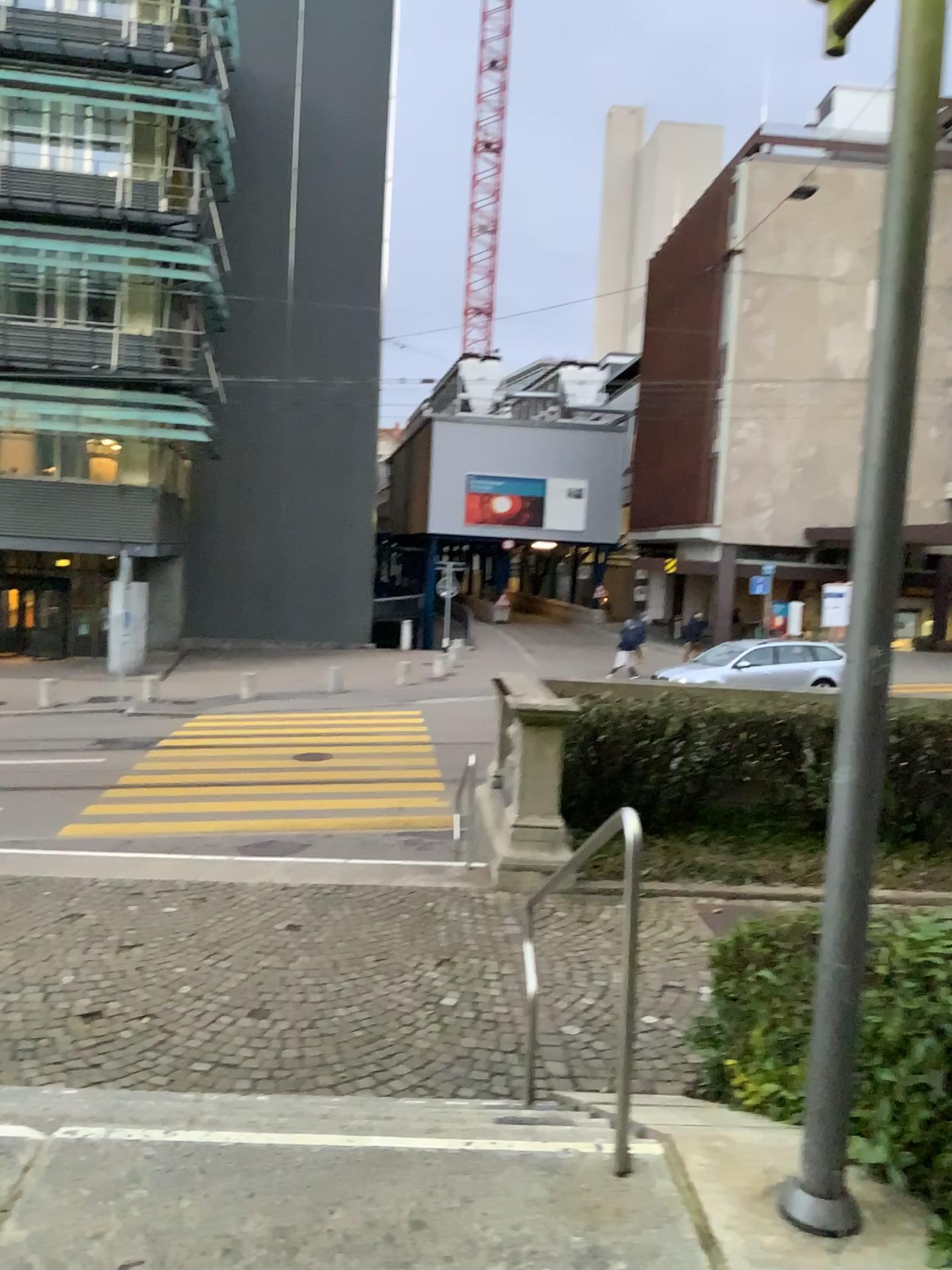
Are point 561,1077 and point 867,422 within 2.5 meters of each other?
no

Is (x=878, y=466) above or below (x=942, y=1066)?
above
